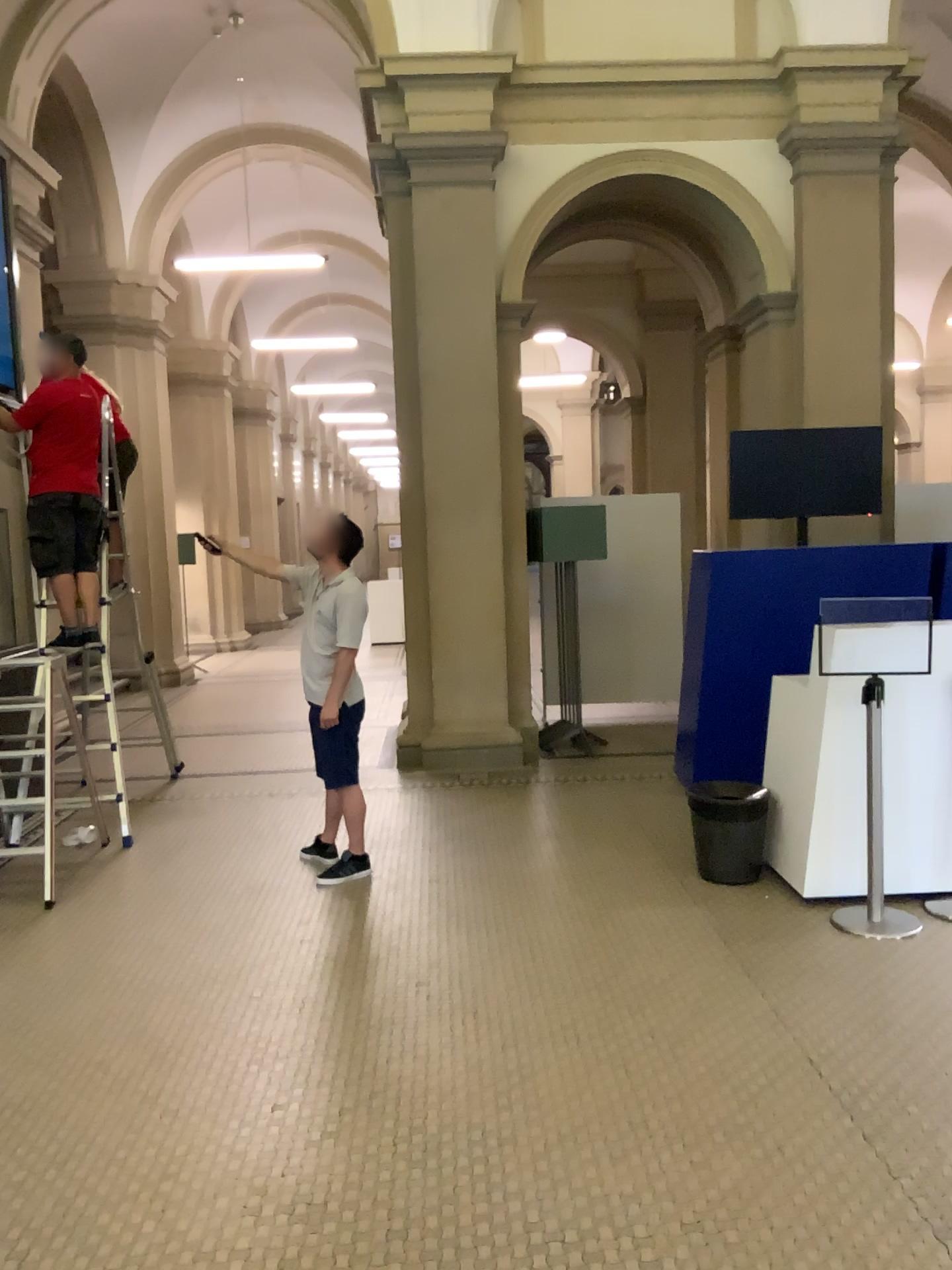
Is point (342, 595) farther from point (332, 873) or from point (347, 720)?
point (332, 873)

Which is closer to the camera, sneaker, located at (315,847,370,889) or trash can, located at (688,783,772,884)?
trash can, located at (688,783,772,884)

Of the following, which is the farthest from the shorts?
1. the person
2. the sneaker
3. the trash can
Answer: the trash can

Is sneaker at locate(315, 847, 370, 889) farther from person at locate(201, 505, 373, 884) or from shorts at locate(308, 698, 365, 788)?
shorts at locate(308, 698, 365, 788)

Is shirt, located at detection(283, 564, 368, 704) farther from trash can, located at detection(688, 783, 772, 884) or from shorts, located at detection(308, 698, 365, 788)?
trash can, located at detection(688, 783, 772, 884)

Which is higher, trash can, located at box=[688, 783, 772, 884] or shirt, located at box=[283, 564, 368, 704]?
shirt, located at box=[283, 564, 368, 704]

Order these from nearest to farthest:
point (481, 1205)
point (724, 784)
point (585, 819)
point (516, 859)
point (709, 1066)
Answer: point (481, 1205), point (709, 1066), point (724, 784), point (516, 859), point (585, 819)

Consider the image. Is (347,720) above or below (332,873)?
above

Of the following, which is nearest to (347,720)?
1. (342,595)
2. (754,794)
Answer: (342,595)

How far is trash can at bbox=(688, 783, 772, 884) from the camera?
4.7 meters
